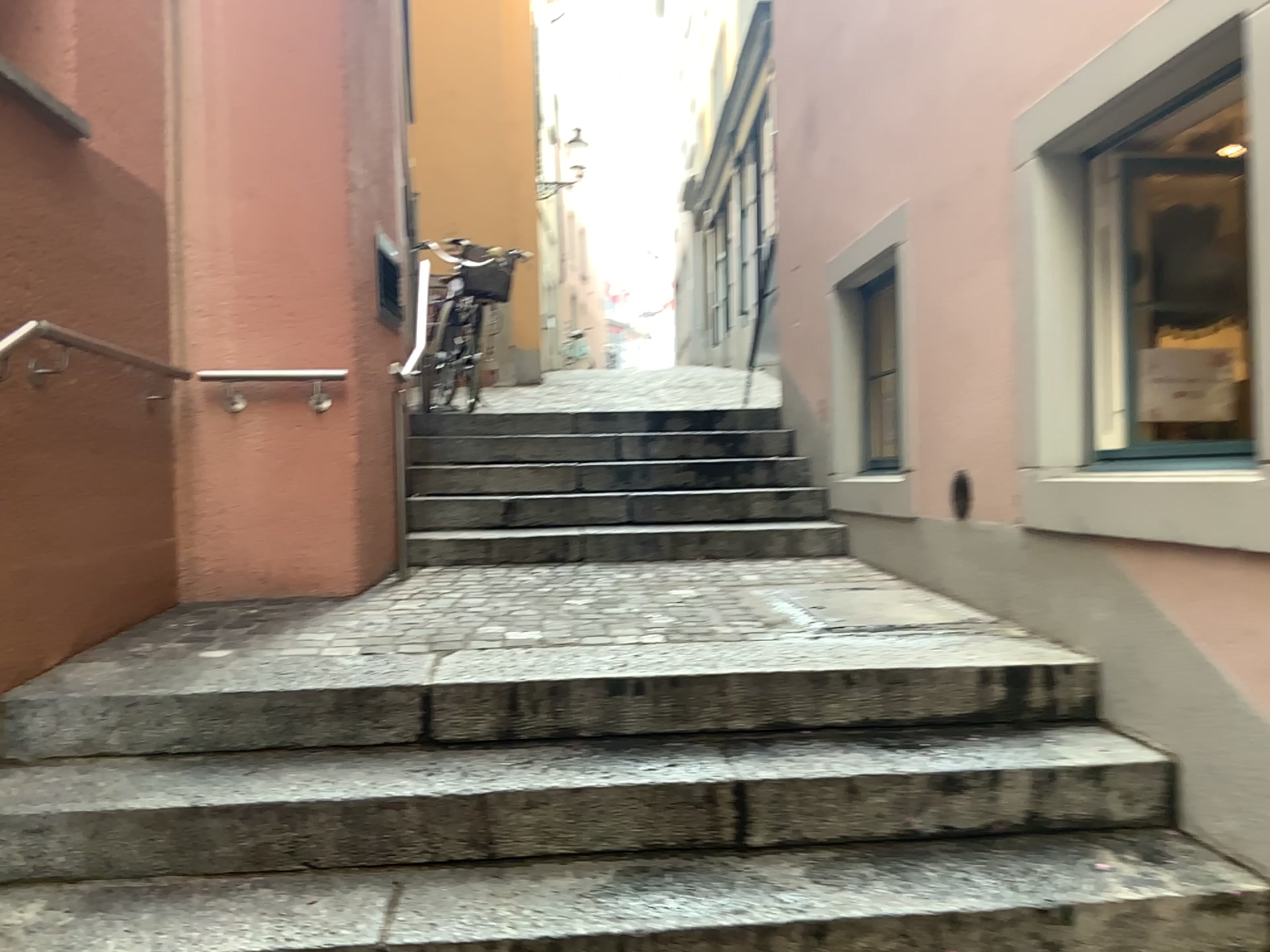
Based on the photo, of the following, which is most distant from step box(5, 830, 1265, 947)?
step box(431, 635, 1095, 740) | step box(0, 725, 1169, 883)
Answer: step box(431, 635, 1095, 740)

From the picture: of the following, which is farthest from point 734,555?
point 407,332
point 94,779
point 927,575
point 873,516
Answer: point 94,779

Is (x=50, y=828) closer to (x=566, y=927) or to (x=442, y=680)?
(x=442, y=680)

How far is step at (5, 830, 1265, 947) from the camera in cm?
195

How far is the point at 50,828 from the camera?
2.3m

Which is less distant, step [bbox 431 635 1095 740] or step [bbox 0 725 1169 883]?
step [bbox 0 725 1169 883]

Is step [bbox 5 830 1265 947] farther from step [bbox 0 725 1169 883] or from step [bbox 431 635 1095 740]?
step [bbox 431 635 1095 740]

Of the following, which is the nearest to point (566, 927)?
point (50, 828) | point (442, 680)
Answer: point (442, 680)

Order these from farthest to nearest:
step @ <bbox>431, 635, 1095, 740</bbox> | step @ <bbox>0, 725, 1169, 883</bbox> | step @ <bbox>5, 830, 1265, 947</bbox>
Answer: step @ <bbox>431, 635, 1095, 740</bbox> → step @ <bbox>0, 725, 1169, 883</bbox> → step @ <bbox>5, 830, 1265, 947</bbox>

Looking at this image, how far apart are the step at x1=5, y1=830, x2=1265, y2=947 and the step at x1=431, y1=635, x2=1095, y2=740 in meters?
0.4
